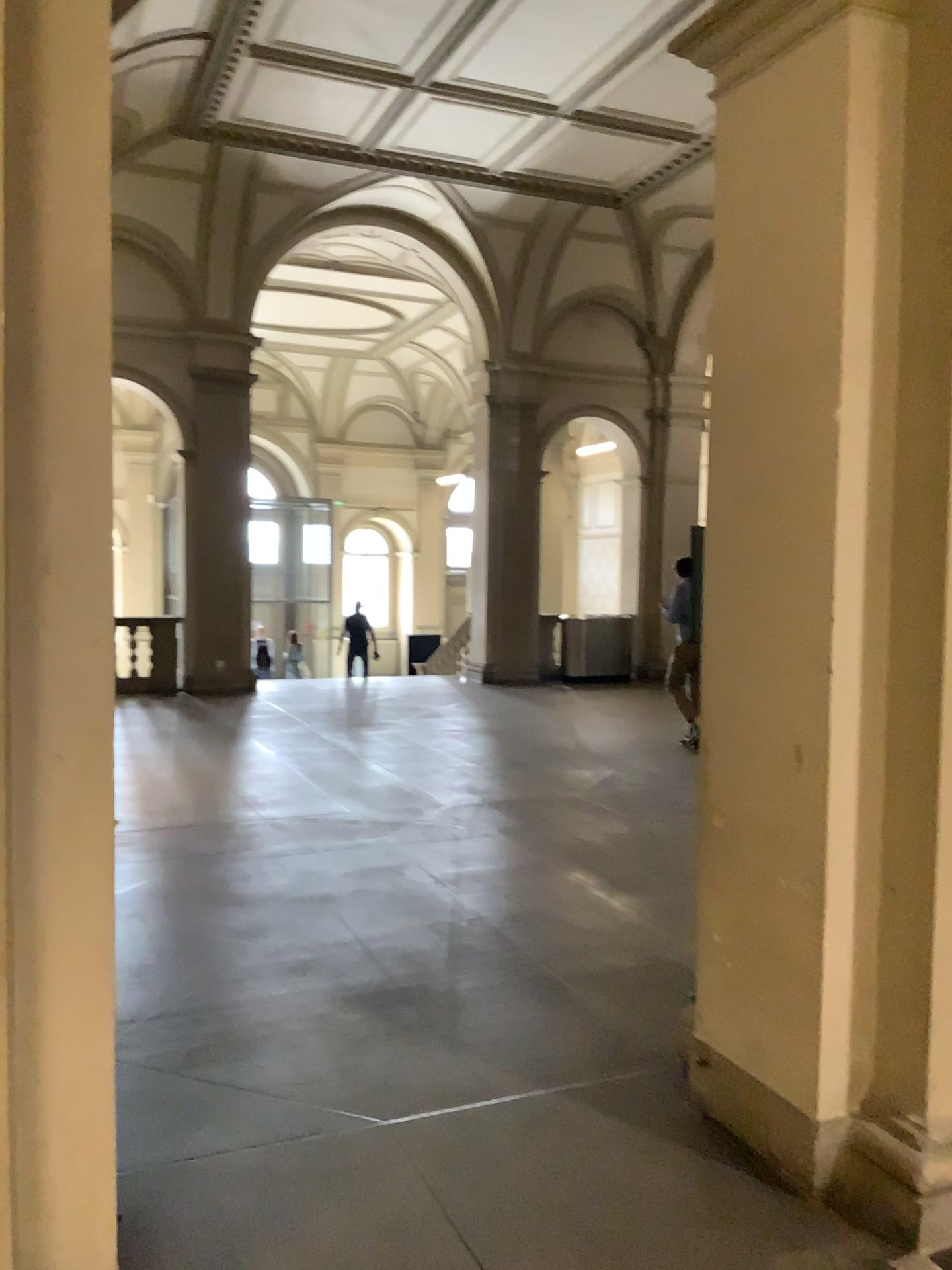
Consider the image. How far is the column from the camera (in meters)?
1.93

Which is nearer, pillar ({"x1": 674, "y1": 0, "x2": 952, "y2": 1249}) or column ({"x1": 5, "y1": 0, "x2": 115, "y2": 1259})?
column ({"x1": 5, "y1": 0, "x2": 115, "y2": 1259})

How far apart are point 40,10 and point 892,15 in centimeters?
202cm

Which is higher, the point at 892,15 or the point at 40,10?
the point at 892,15

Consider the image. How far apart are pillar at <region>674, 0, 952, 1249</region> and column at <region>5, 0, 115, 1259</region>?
1.73m

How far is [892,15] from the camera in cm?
266

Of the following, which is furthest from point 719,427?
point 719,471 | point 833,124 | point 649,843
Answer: point 649,843

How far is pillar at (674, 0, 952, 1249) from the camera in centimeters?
266cm
